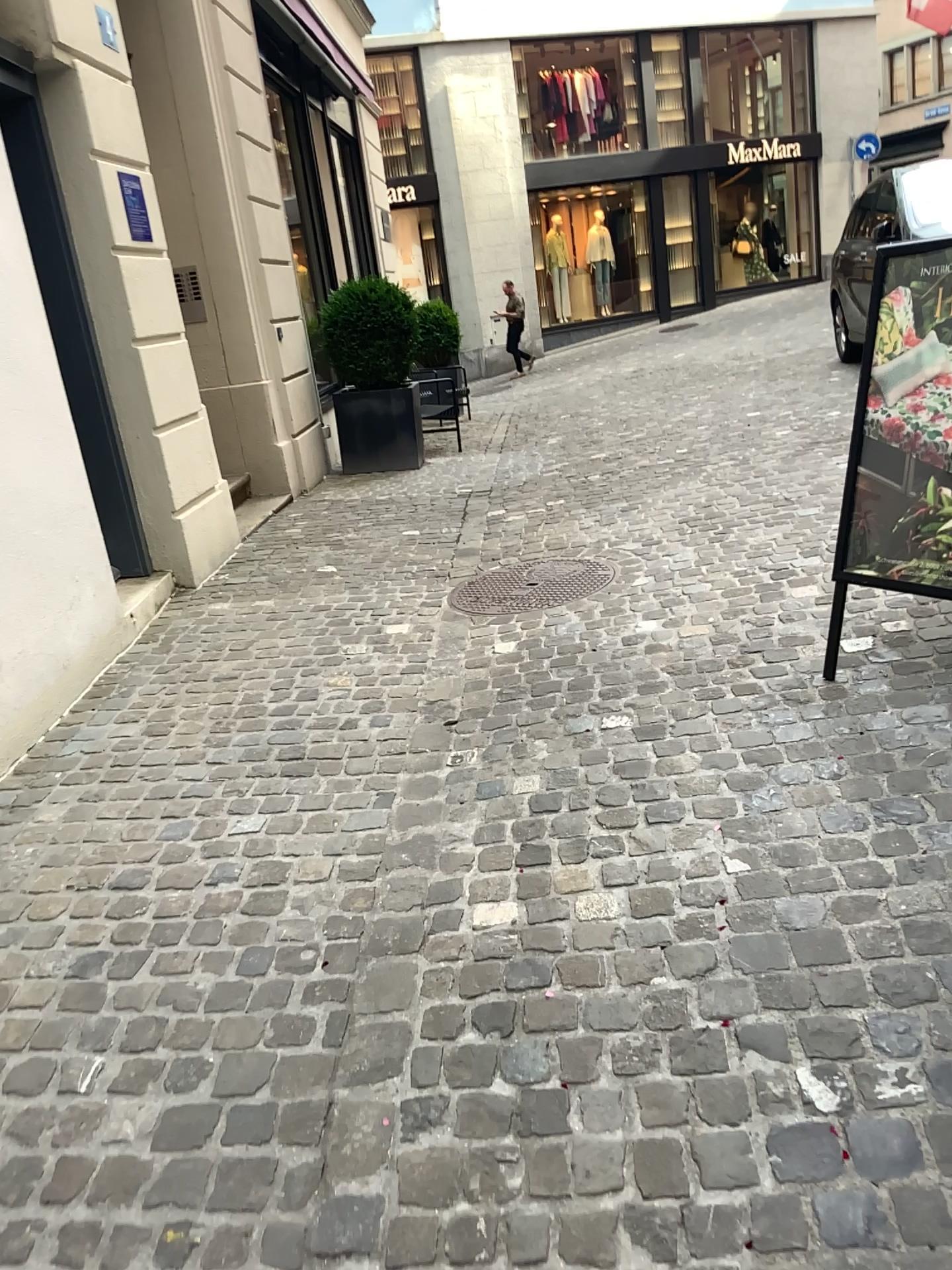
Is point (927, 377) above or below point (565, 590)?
above

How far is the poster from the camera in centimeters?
269cm

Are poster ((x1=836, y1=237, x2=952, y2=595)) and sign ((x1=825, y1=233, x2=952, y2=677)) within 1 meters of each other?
yes

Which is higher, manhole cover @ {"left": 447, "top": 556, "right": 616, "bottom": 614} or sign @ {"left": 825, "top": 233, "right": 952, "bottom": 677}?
sign @ {"left": 825, "top": 233, "right": 952, "bottom": 677}

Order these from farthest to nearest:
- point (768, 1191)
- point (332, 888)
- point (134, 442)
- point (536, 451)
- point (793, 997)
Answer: point (536, 451) < point (134, 442) < point (332, 888) < point (793, 997) < point (768, 1191)

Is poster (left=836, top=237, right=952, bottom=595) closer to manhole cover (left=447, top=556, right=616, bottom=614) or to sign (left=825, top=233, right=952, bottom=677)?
sign (left=825, top=233, right=952, bottom=677)

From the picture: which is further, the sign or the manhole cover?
the manhole cover

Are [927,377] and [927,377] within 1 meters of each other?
yes

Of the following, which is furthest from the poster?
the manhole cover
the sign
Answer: the manhole cover

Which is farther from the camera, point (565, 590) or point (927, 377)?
point (565, 590)
